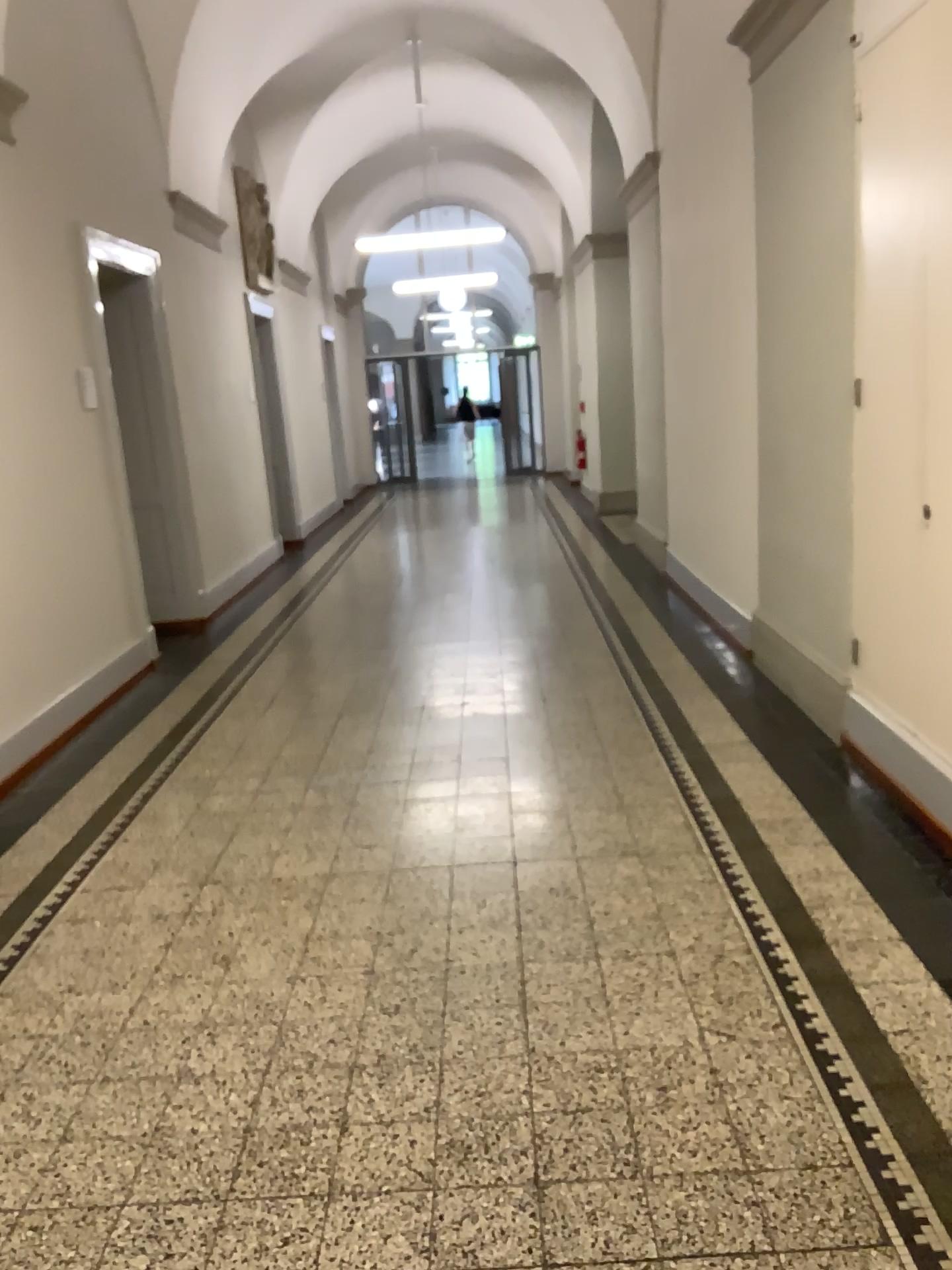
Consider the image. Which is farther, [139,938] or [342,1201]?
[139,938]
